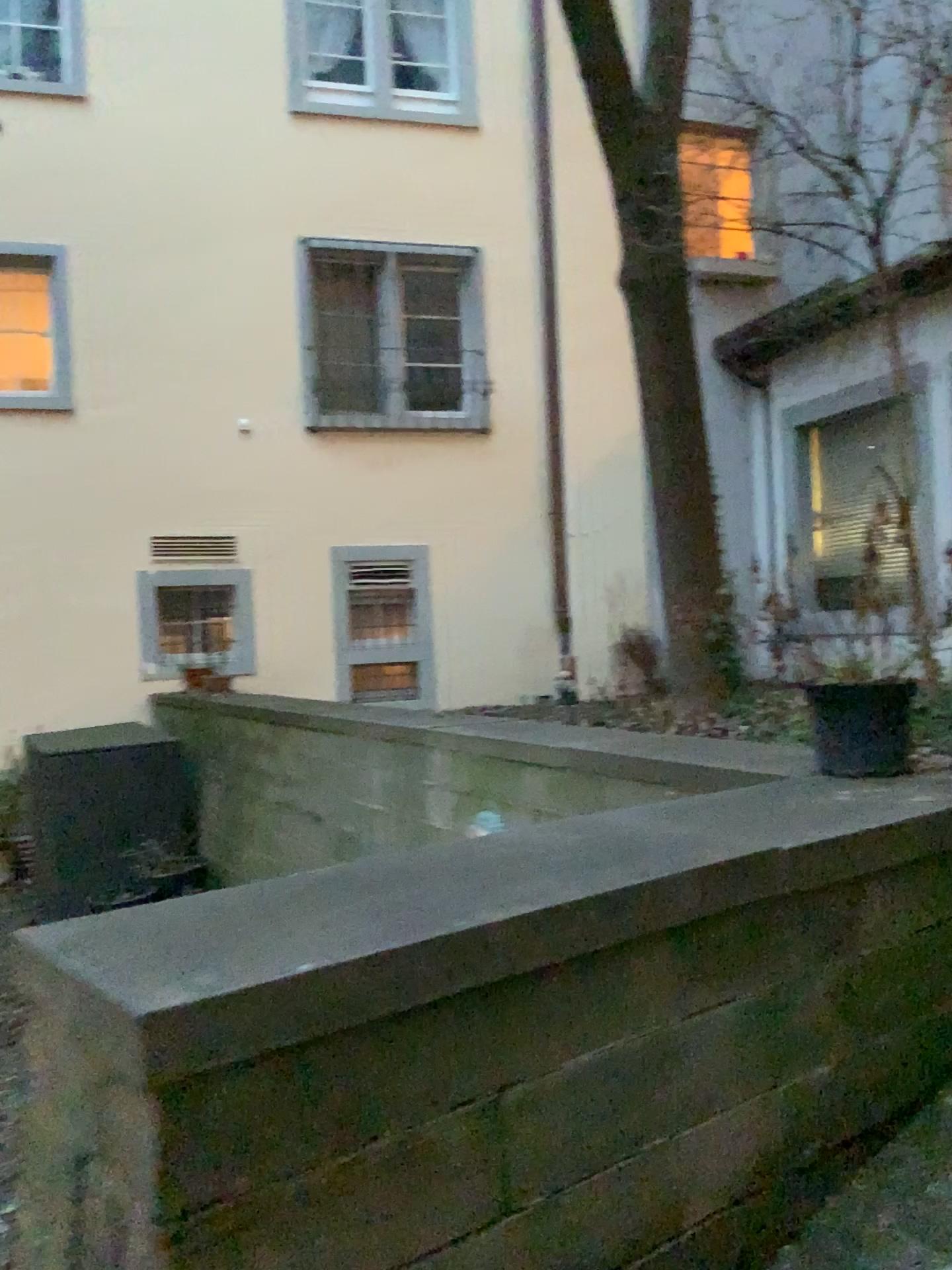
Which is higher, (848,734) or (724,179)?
(724,179)

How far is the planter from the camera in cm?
250

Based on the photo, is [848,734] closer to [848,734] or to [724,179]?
[848,734]

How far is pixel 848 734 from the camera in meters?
2.5

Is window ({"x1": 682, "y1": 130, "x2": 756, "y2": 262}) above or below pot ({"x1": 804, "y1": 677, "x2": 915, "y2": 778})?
above

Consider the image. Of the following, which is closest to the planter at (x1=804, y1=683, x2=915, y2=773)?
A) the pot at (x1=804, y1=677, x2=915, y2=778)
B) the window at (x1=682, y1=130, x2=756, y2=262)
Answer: the pot at (x1=804, y1=677, x2=915, y2=778)

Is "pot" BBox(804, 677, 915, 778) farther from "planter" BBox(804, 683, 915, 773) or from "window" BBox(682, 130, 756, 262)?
"window" BBox(682, 130, 756, 262)

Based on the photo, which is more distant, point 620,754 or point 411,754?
point 411,754

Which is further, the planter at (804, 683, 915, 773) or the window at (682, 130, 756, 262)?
the window at (682, 130, 756, 262)
